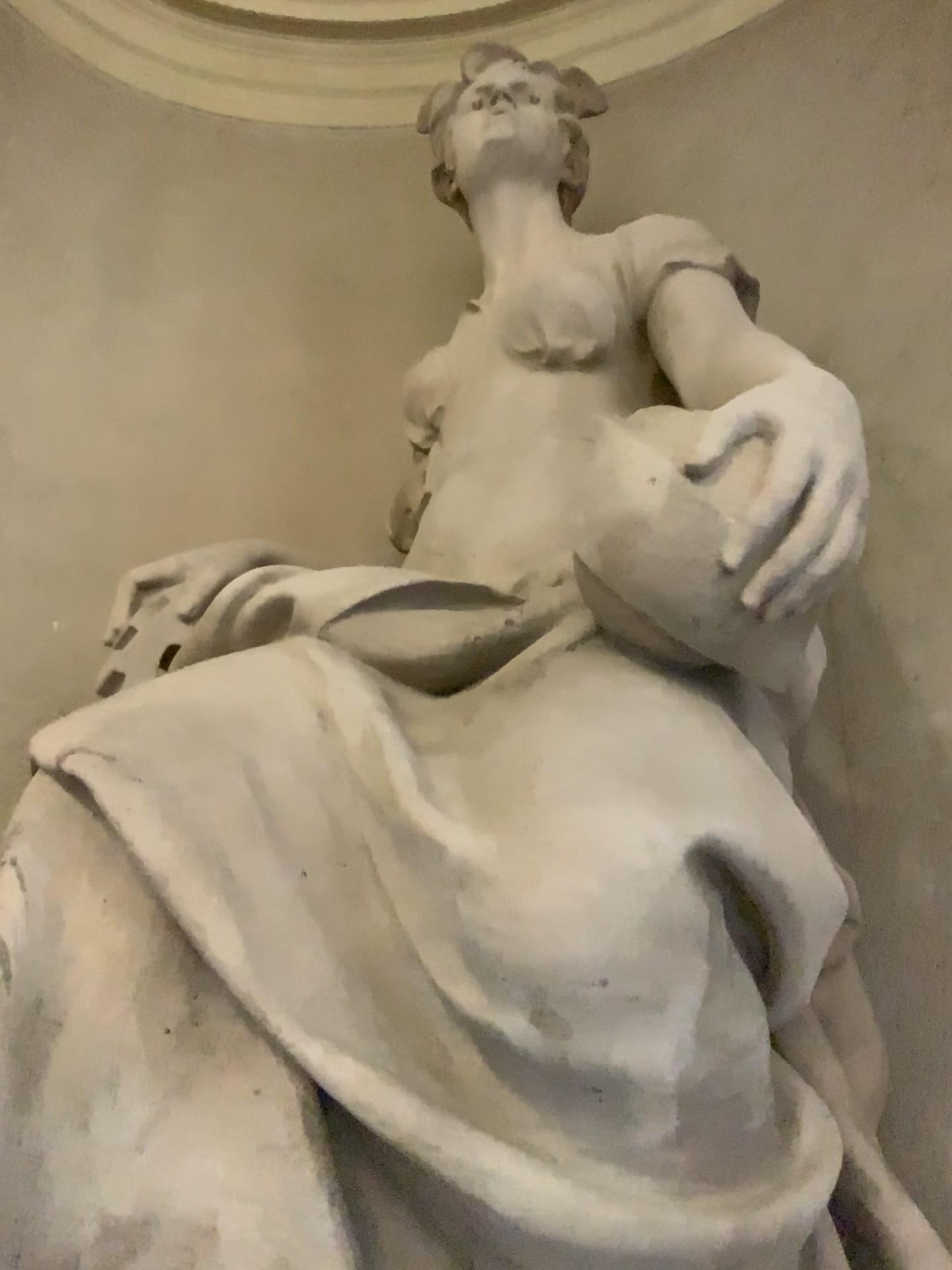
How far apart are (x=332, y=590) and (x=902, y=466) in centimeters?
141cm
